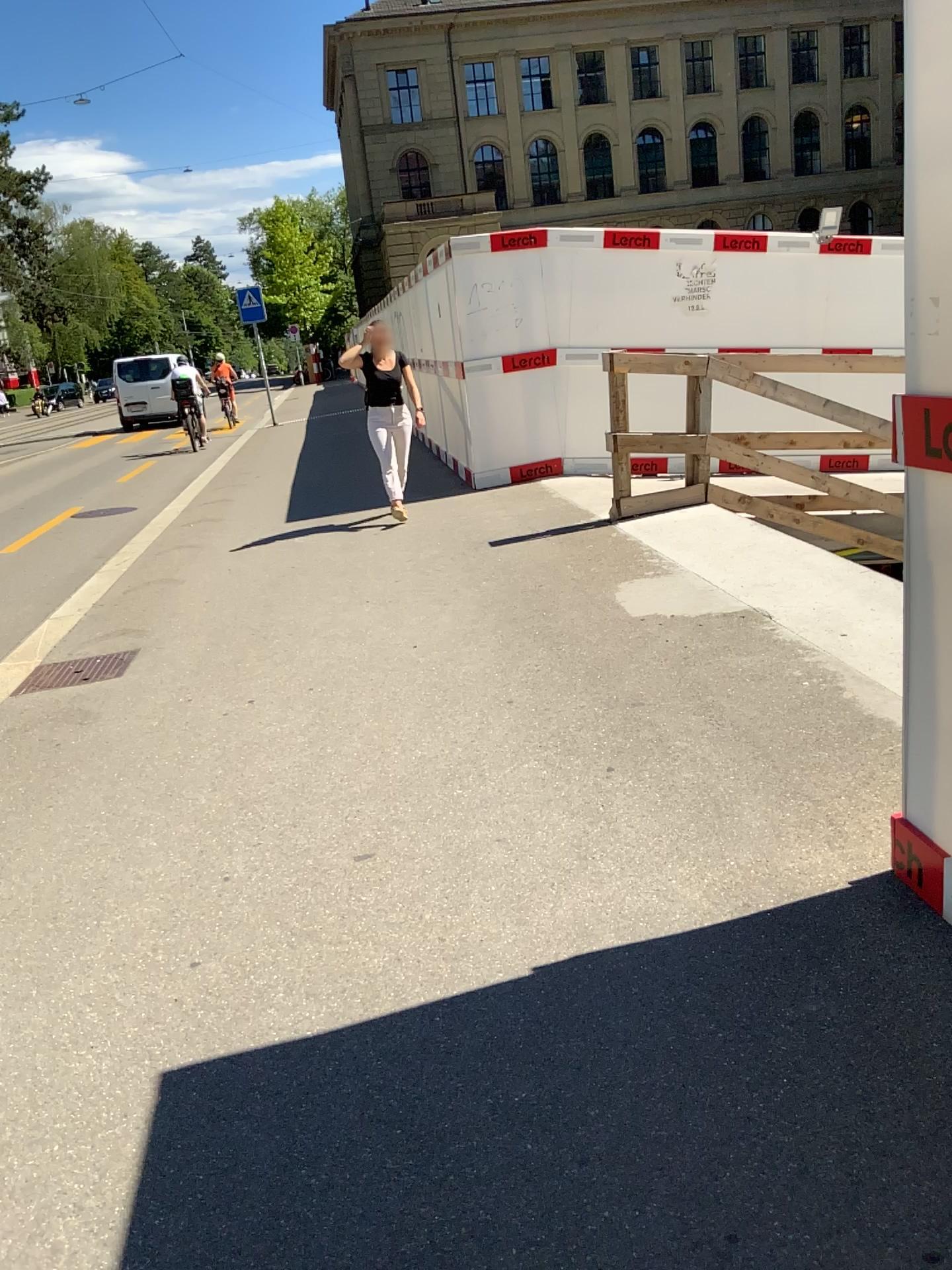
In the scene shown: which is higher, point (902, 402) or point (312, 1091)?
point (902, 402)
